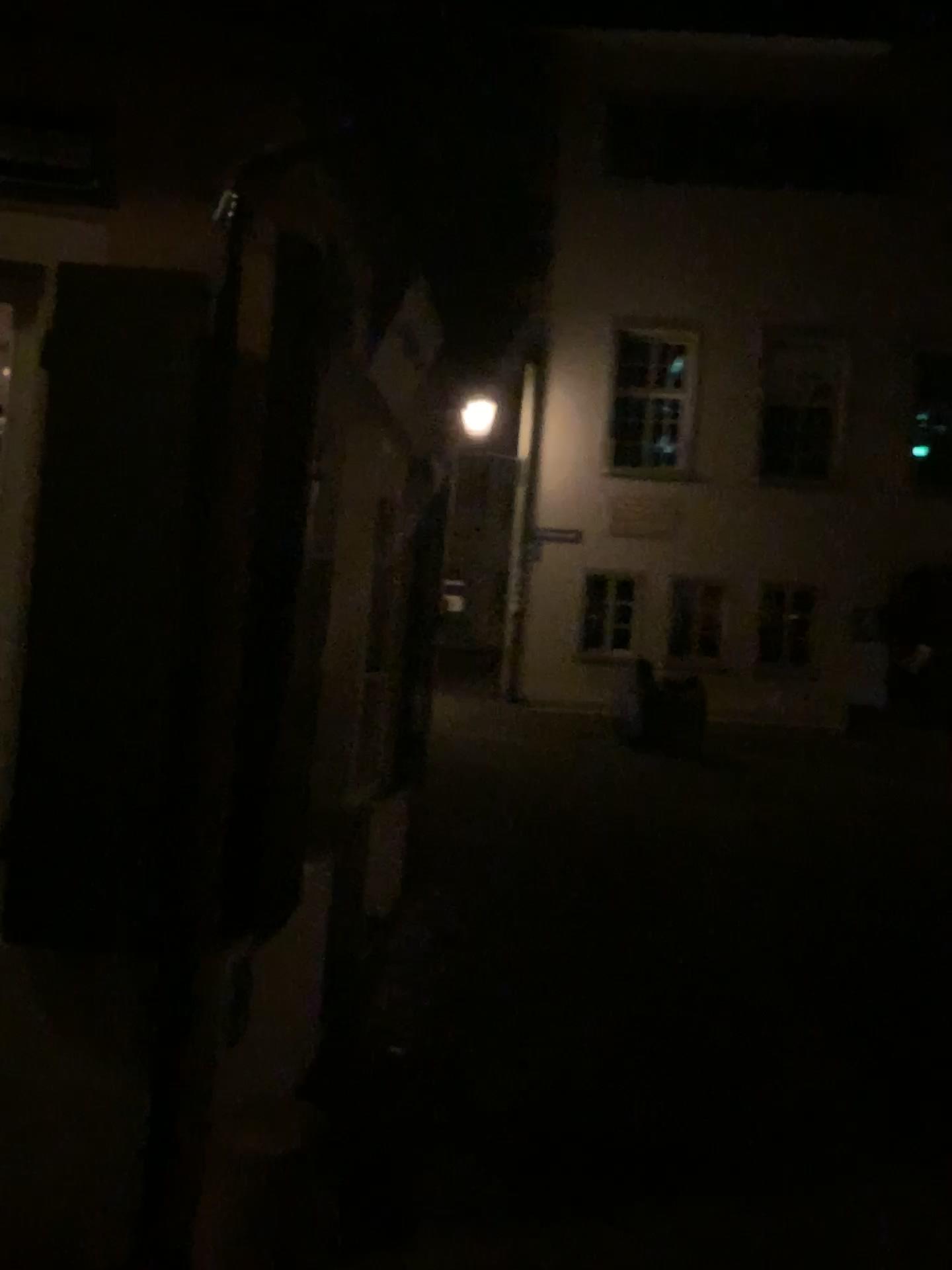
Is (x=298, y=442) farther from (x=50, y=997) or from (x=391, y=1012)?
(x=391, y=1012)
